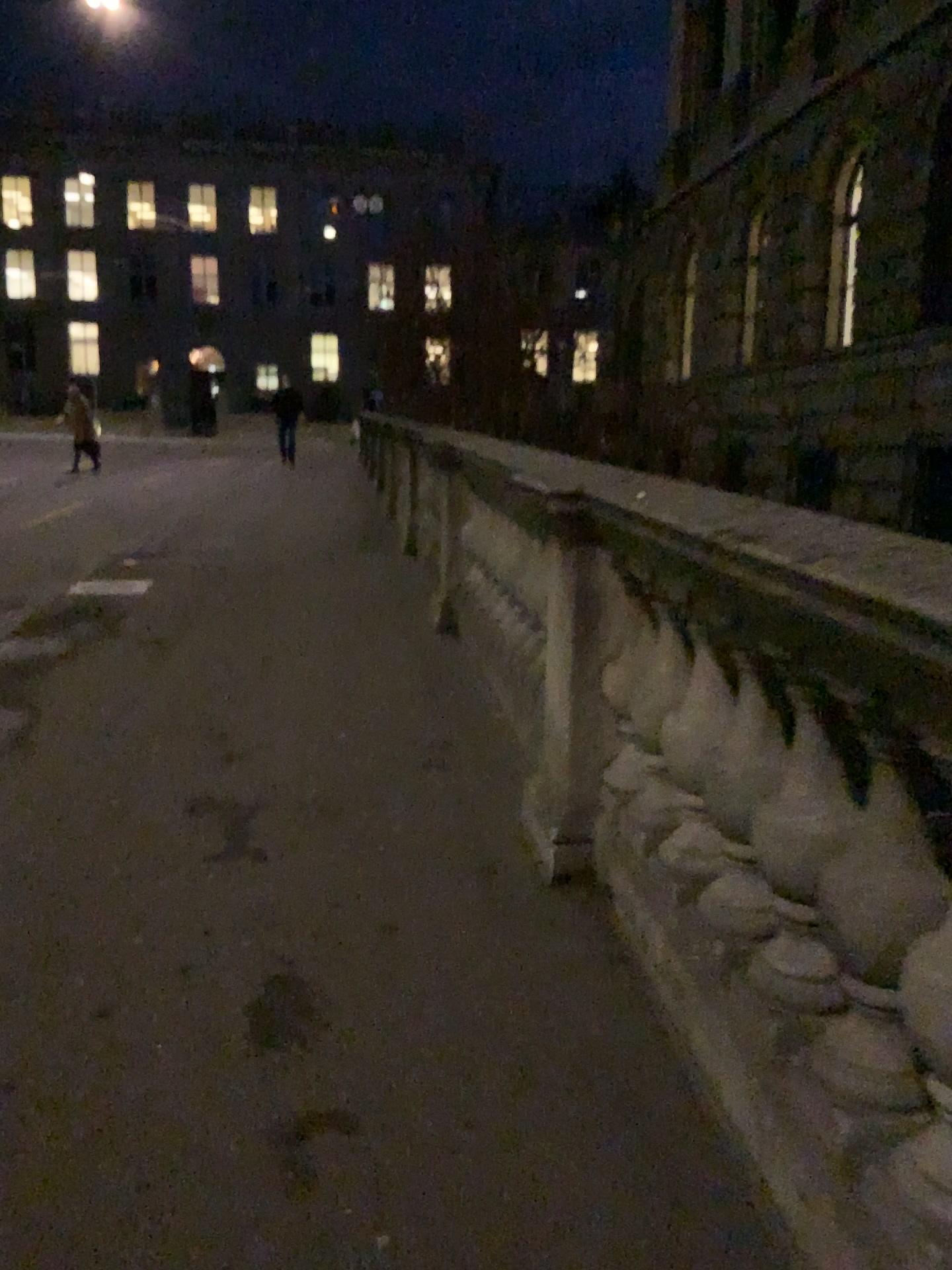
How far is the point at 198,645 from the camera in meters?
5.4 m
